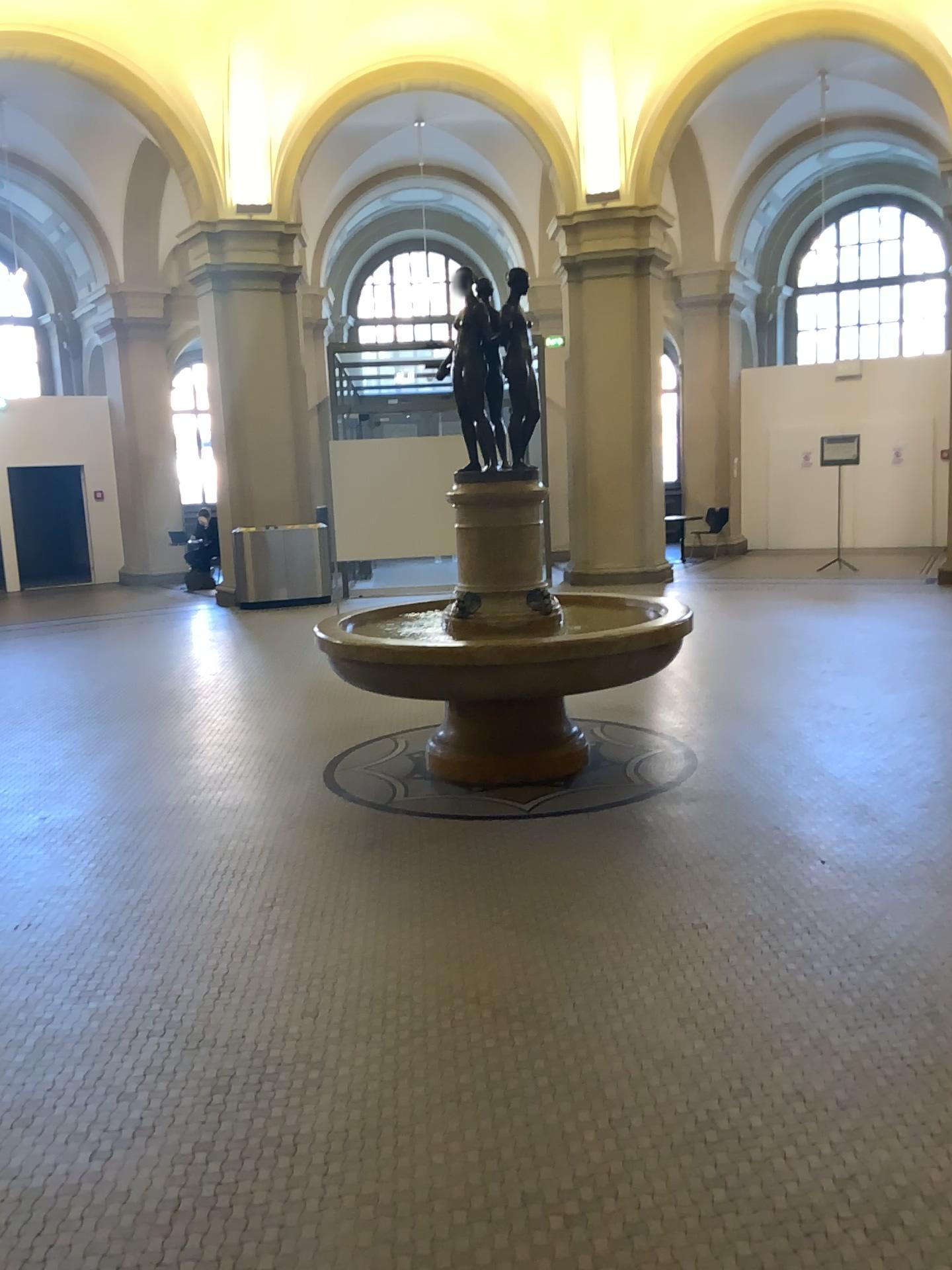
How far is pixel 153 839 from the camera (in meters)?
4.53
